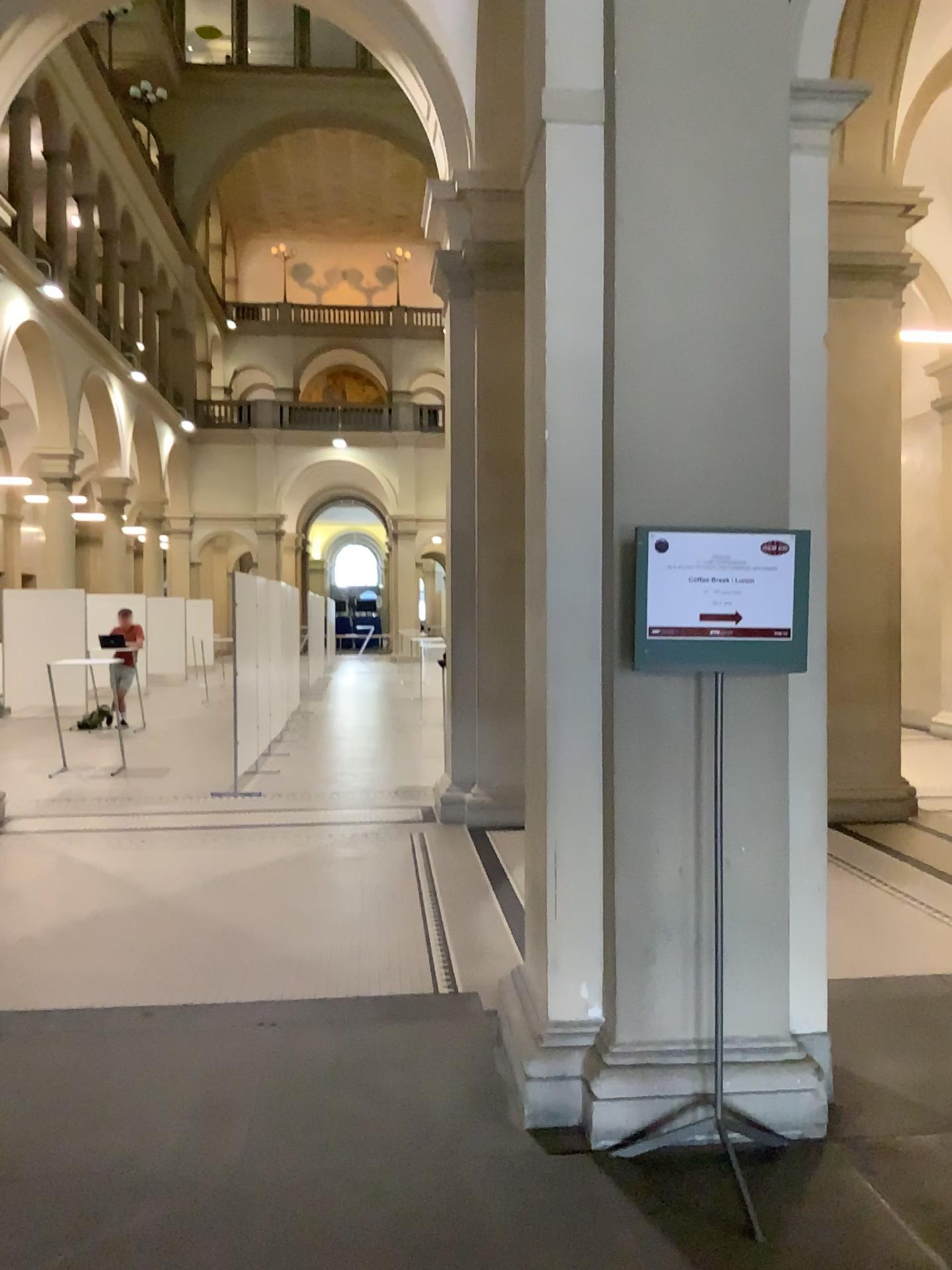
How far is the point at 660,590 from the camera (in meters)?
2.95

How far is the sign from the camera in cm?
295

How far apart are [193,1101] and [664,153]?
3.3m
